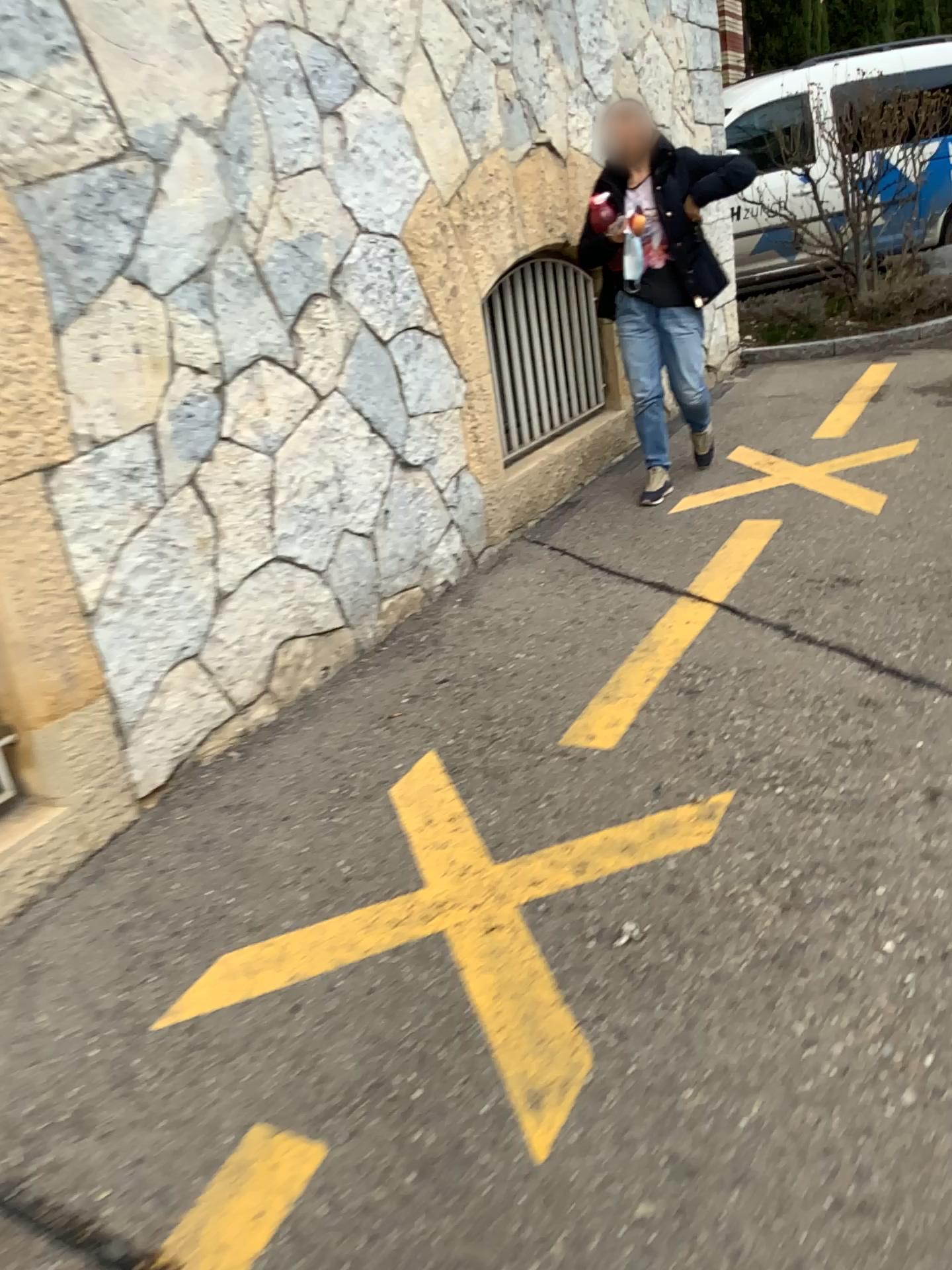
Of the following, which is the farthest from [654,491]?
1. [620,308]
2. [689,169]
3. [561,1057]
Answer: [561,1057]

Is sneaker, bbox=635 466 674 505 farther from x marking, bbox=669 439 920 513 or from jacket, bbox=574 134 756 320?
jacket, bbox=574 134 756 320

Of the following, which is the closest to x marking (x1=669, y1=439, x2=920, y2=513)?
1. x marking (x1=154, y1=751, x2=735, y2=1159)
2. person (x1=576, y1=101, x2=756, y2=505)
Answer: person (x1=576, y1=101, x2=756, y2=505)

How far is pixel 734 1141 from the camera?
1.50m

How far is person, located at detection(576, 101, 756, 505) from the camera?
4.1m

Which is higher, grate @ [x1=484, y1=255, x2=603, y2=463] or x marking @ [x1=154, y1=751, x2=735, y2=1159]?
grate @ [x1=484, y1=255, x2=603, y2=463]

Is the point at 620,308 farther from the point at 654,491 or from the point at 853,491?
the point at 853,491

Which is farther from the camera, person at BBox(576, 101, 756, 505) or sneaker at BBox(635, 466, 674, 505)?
sneaker at BBox(635, 466, 674, 505)

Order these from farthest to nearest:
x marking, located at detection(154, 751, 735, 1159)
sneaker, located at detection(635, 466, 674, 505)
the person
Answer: sneaker, located at detection(635, 466, 674, 505) < the person < x marking, located at detection(154, 751, 735, 1159)

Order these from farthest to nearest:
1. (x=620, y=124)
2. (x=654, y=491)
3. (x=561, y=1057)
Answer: (x=654, y=491) < (x=620, y=124) < (x=561, y=1057)
